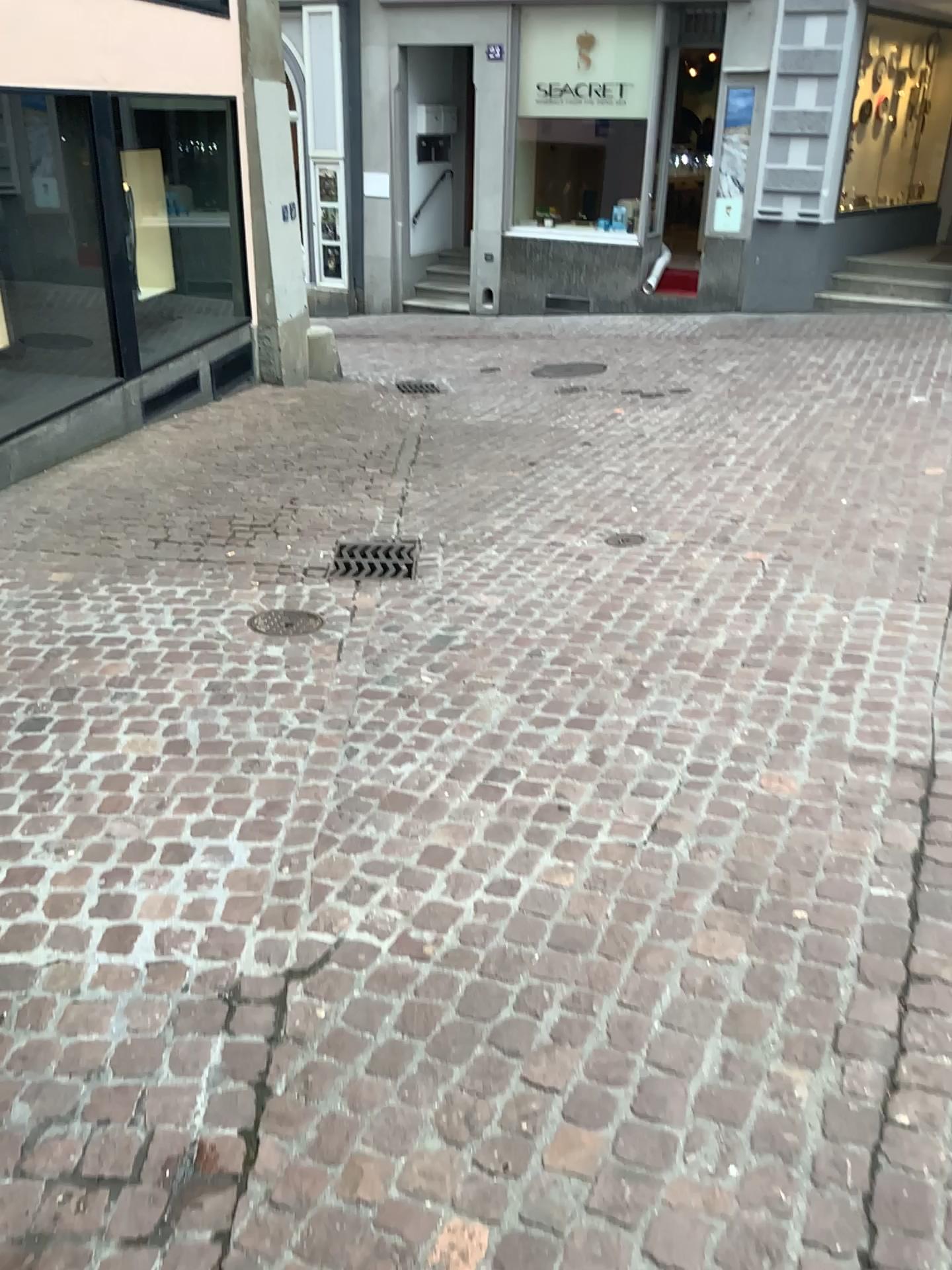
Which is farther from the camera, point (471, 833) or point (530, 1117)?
point (471, 833)
